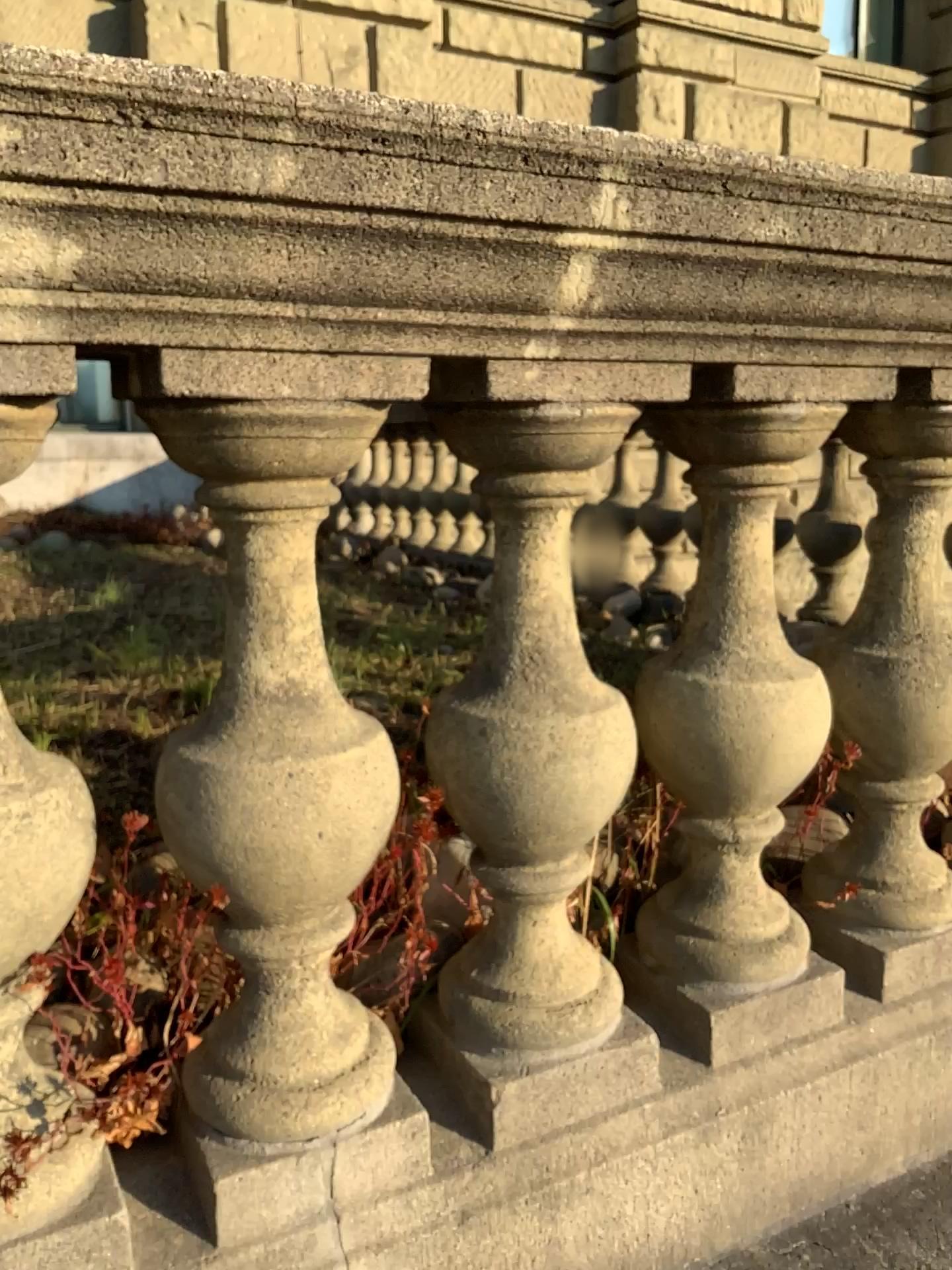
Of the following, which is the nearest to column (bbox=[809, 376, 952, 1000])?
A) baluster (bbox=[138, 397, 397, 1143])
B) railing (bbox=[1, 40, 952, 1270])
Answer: railing (bbox=[1, 40, 952, 1270])

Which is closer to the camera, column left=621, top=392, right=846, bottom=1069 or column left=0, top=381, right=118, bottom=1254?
column left=0, top=381, right=118, bottom=1254

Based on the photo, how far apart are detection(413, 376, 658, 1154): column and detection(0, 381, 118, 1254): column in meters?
0.3

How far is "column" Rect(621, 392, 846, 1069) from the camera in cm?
107

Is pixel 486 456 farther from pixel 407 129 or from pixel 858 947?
pixel 858 947

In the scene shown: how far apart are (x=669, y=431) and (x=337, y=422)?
0.4 meters

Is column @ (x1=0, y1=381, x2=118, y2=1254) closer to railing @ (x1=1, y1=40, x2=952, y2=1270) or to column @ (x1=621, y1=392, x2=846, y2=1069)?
railing @ (x1=1, y1=40, x2=952, y2=1270)

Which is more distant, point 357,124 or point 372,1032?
point 372,1032

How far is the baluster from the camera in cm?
81

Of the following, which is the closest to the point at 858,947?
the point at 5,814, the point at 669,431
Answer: the point at 669,431
